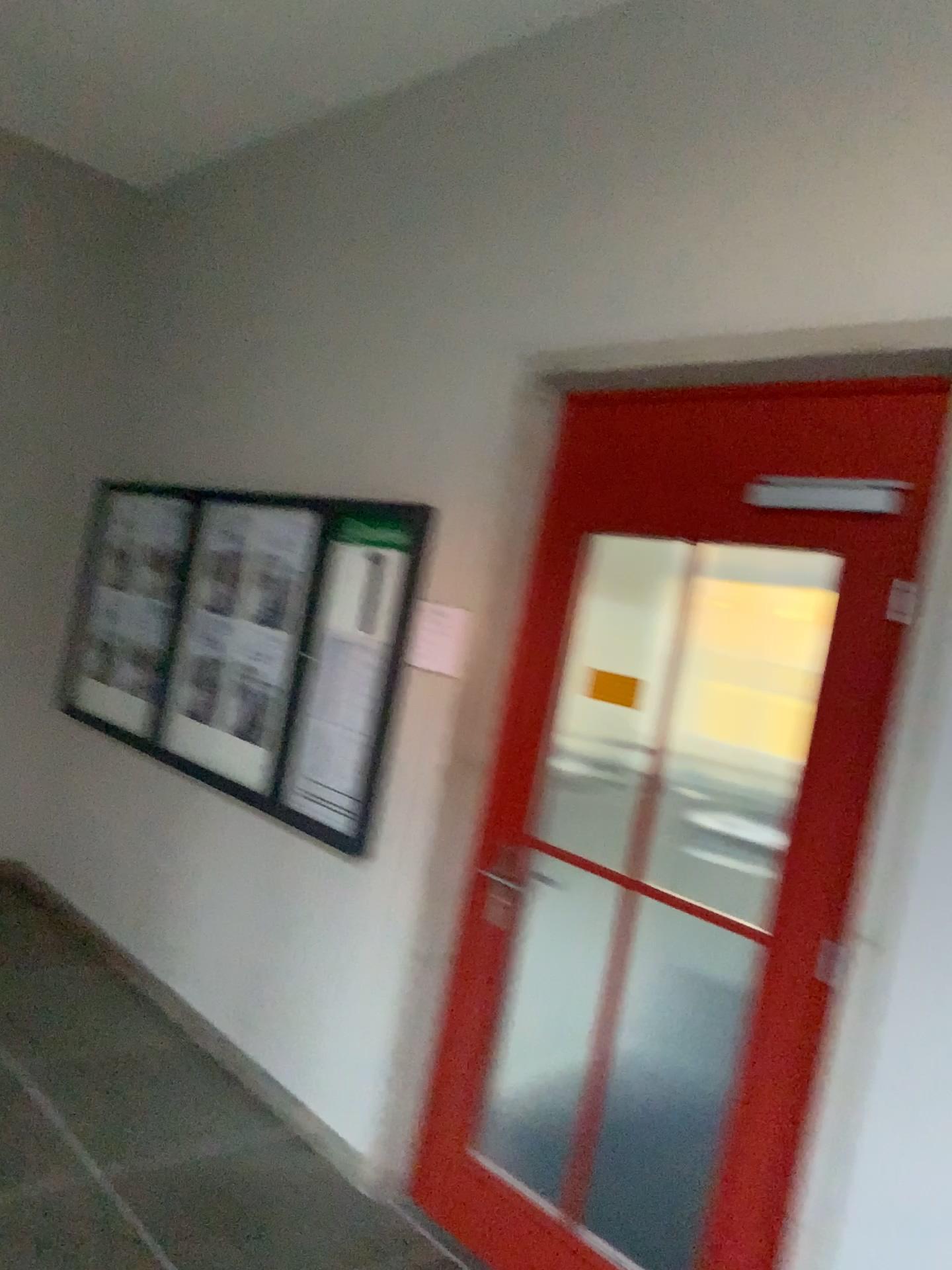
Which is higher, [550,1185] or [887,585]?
[887,585]

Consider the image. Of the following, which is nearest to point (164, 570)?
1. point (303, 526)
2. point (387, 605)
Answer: point (303, 526)

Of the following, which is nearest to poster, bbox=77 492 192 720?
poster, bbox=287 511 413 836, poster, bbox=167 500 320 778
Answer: poster, bbox=167 500 320 778

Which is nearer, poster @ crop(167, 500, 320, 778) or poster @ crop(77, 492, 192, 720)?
poster @ crop(167, 500, 320, 778)

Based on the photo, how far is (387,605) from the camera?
3.40m

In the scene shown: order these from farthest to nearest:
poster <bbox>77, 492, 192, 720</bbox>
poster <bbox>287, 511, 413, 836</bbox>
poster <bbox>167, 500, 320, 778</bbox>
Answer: poster <bbox>77, 492, 192, 720</bbox> → poster <bbox>167, 500, 320, 778</bbox> → poster <bbox>287, 511, 413, 836</bbox>

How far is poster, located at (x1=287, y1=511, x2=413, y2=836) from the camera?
3.40m

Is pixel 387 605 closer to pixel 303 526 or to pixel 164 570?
pixel 303 526

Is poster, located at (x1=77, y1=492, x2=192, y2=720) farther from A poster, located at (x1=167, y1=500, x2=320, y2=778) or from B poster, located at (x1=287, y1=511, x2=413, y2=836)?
B poster, located at (x1=287, y1=511, x2=413, y2=836)

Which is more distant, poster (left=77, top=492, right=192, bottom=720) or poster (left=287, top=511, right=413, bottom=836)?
poster (left=77, top=492, right=192, bottom=720)
